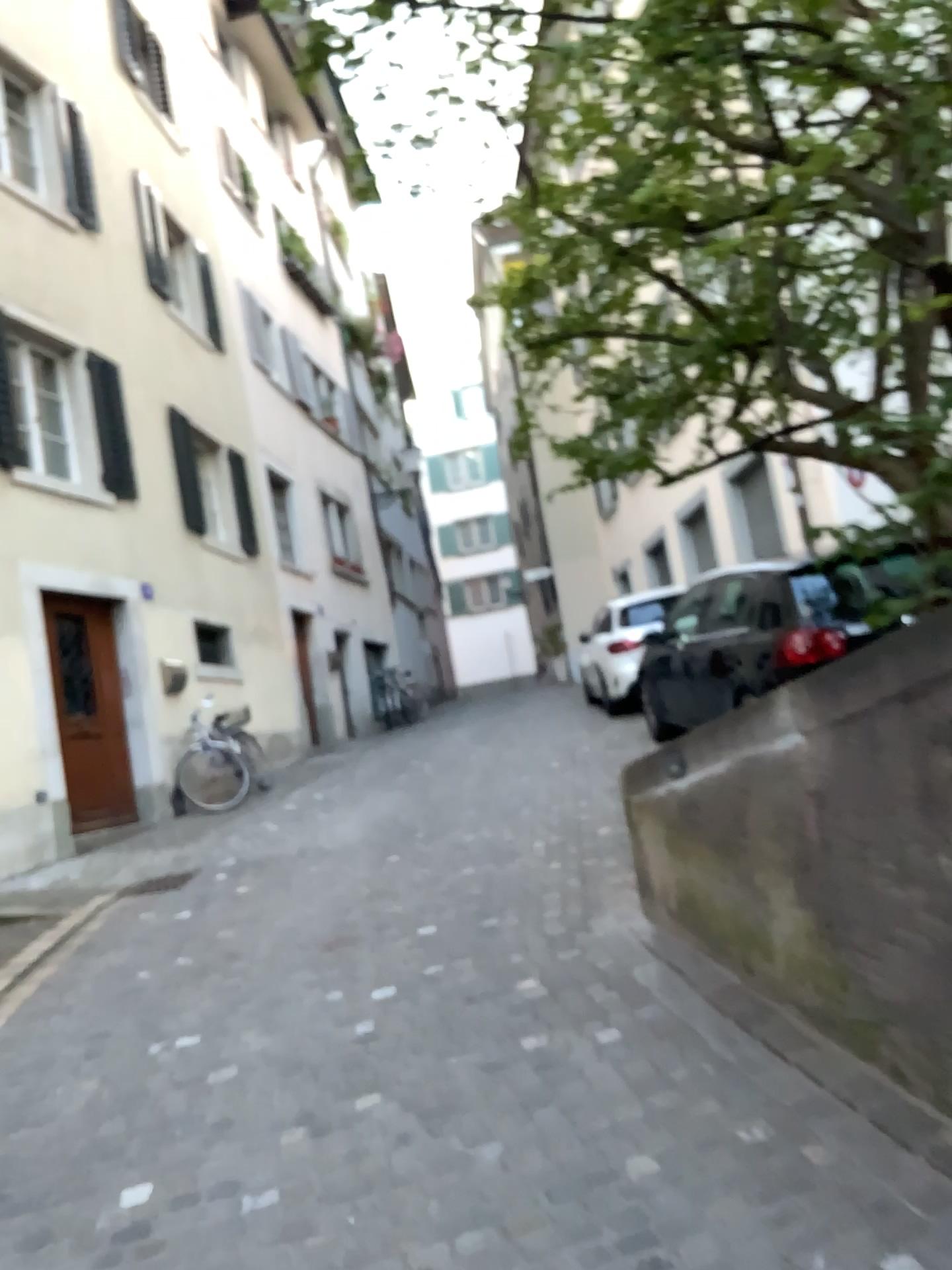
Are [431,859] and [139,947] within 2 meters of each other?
yes
